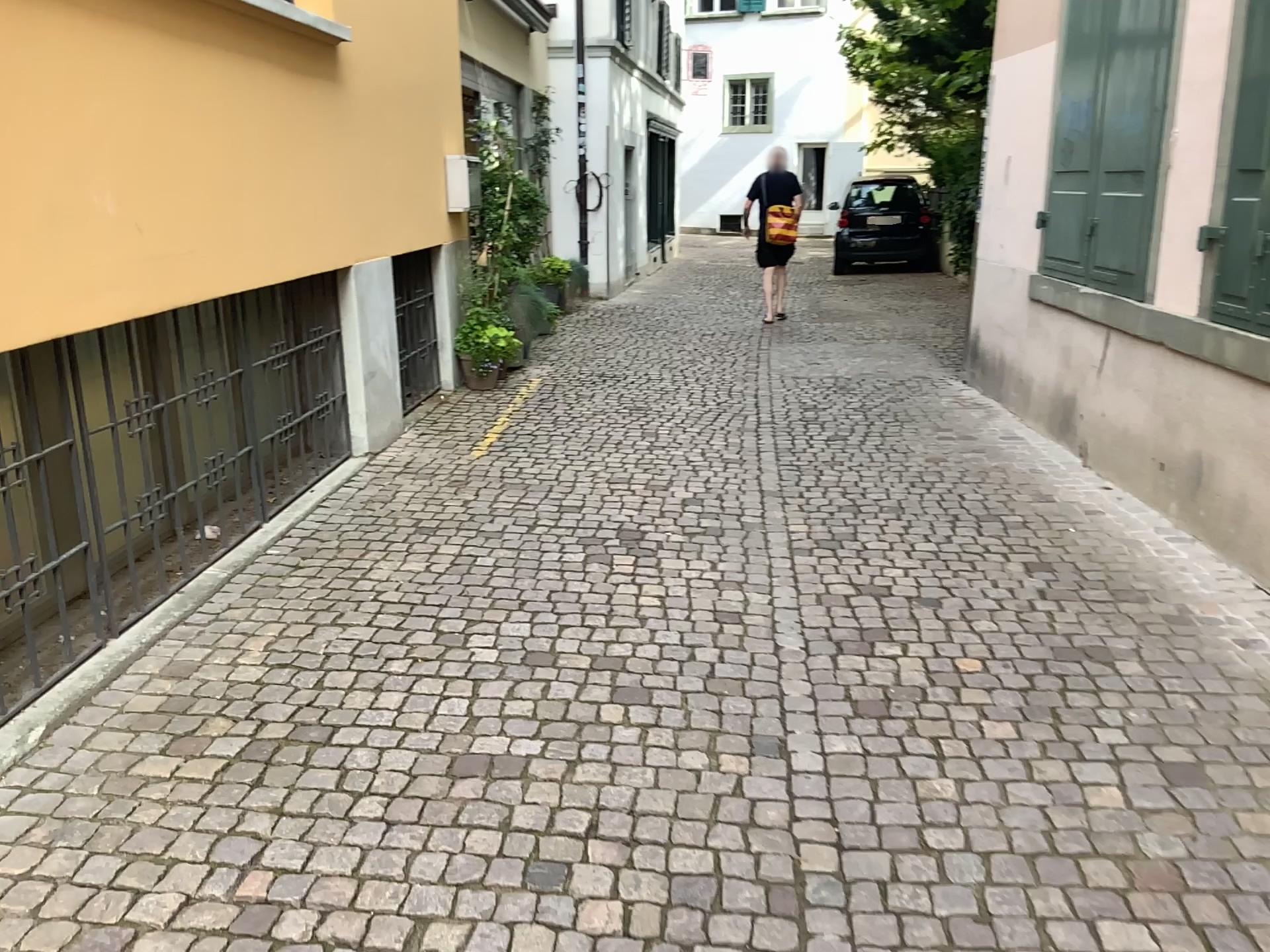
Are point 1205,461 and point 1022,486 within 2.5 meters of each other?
yes
